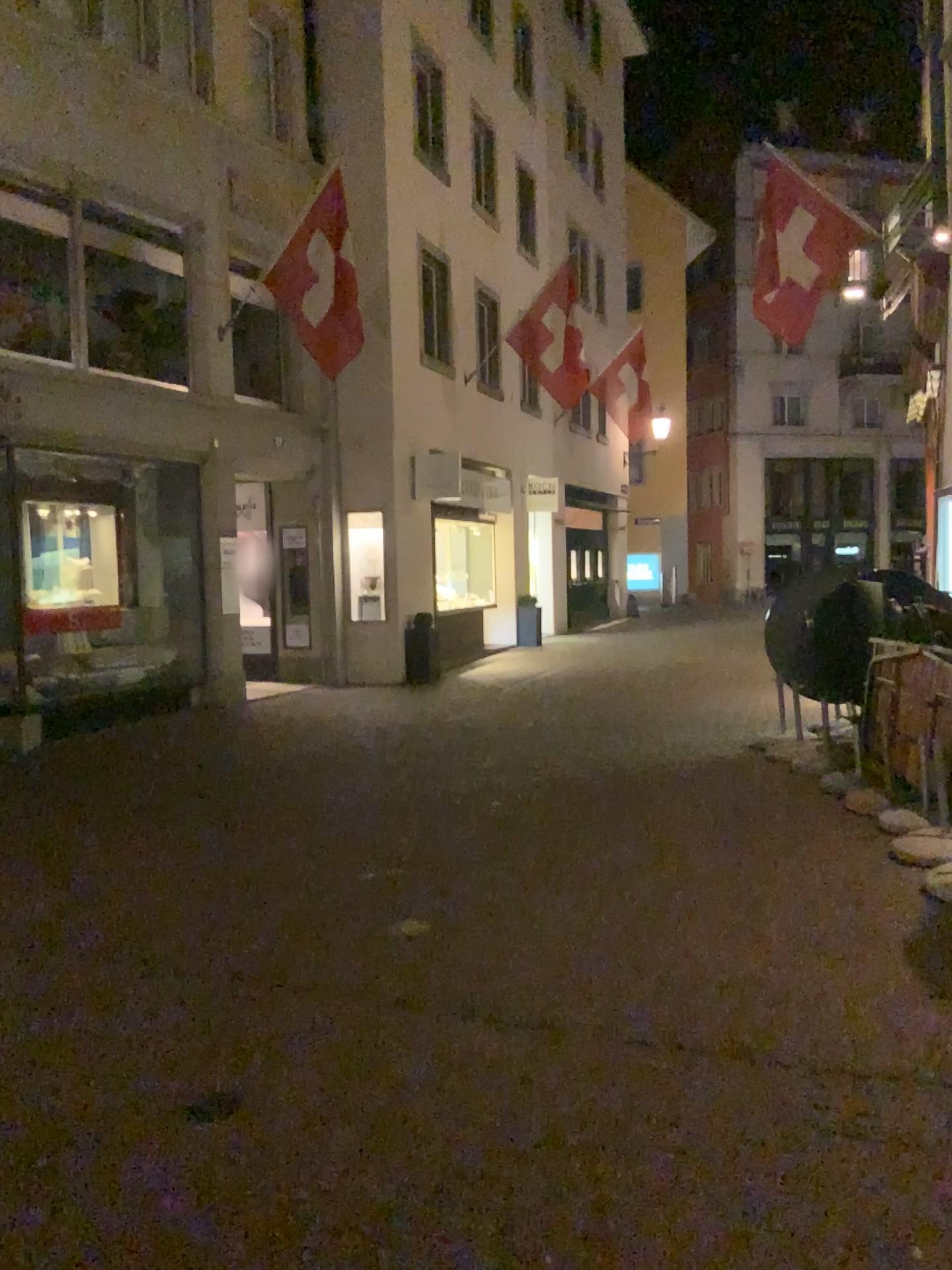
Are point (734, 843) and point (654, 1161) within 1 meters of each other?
no
